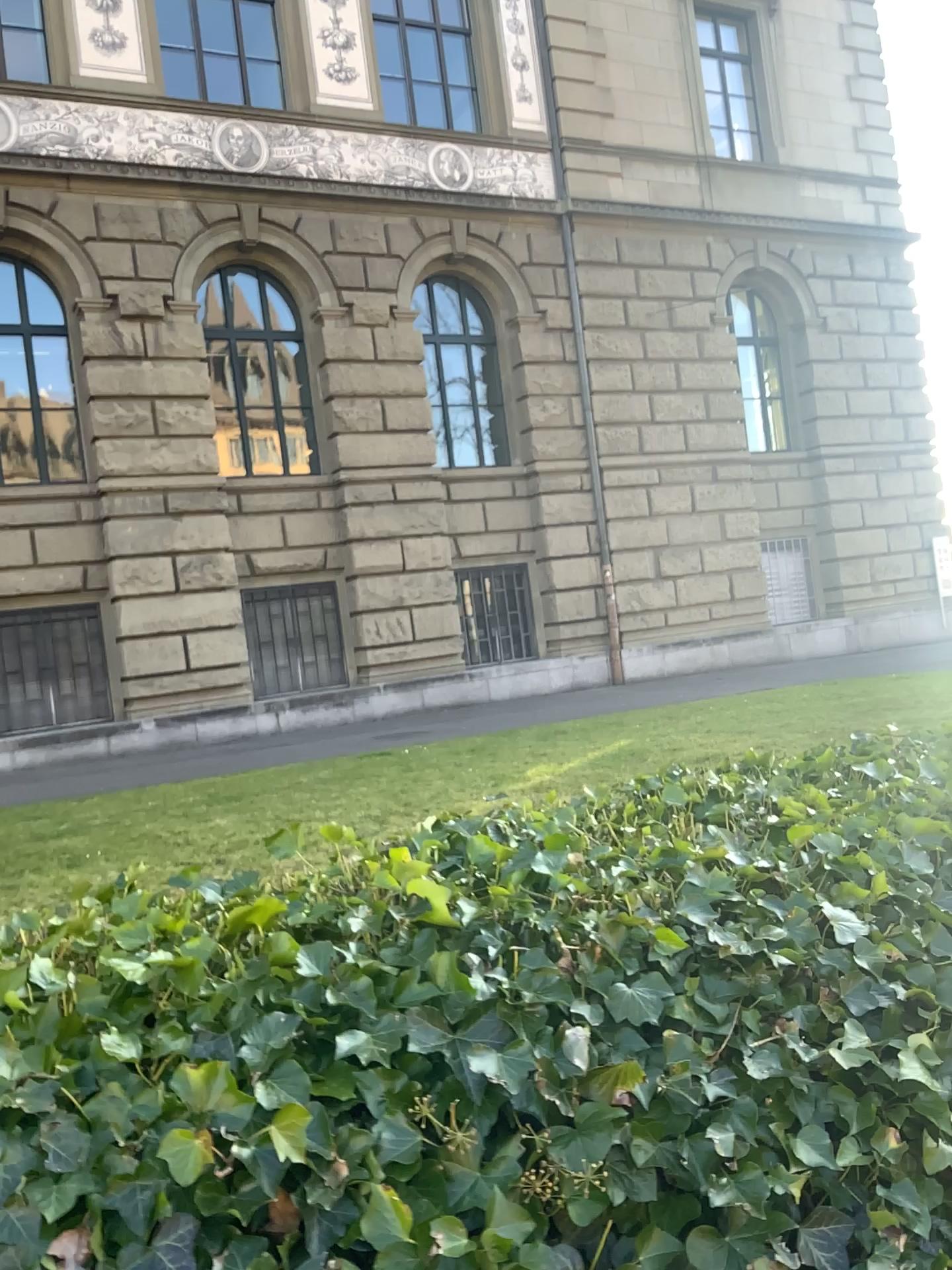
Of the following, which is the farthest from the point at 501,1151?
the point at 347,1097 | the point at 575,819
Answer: the point at 575,819
